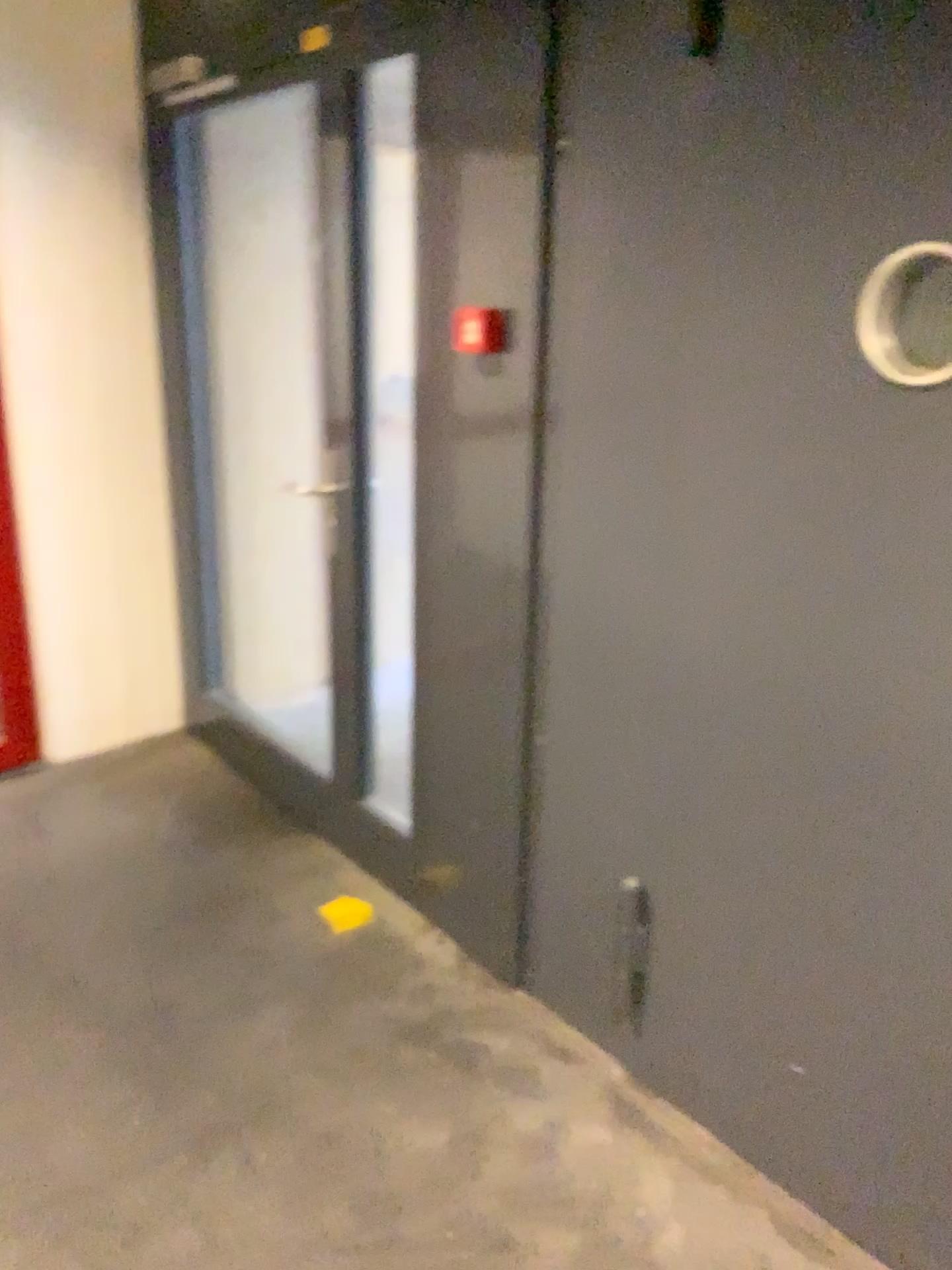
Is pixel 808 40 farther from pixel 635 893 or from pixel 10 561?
pixel 10 561

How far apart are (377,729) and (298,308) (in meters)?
1.68

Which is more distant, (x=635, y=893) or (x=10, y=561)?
(x=10, y=561)

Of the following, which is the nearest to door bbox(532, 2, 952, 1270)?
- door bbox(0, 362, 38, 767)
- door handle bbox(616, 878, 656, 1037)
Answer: door handle bbox(616, 878, 656, 1037)

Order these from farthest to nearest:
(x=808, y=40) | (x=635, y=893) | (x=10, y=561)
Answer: (x=10, y=561) → (x=635, y=893) → (x=808, y=40)

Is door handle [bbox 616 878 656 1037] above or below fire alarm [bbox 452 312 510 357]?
below

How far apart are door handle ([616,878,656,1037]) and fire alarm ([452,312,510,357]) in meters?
1.1 m

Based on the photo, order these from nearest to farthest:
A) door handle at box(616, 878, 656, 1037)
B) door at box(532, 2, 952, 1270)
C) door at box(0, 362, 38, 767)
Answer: door at box(532, 2, 952, 1270), door handle at box(616, 878, 656, 1037), door at box(0, 362, 38, 767)

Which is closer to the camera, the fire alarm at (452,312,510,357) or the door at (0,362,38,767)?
the fire alarm at (452,312,510,357)

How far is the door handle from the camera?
2.2m
